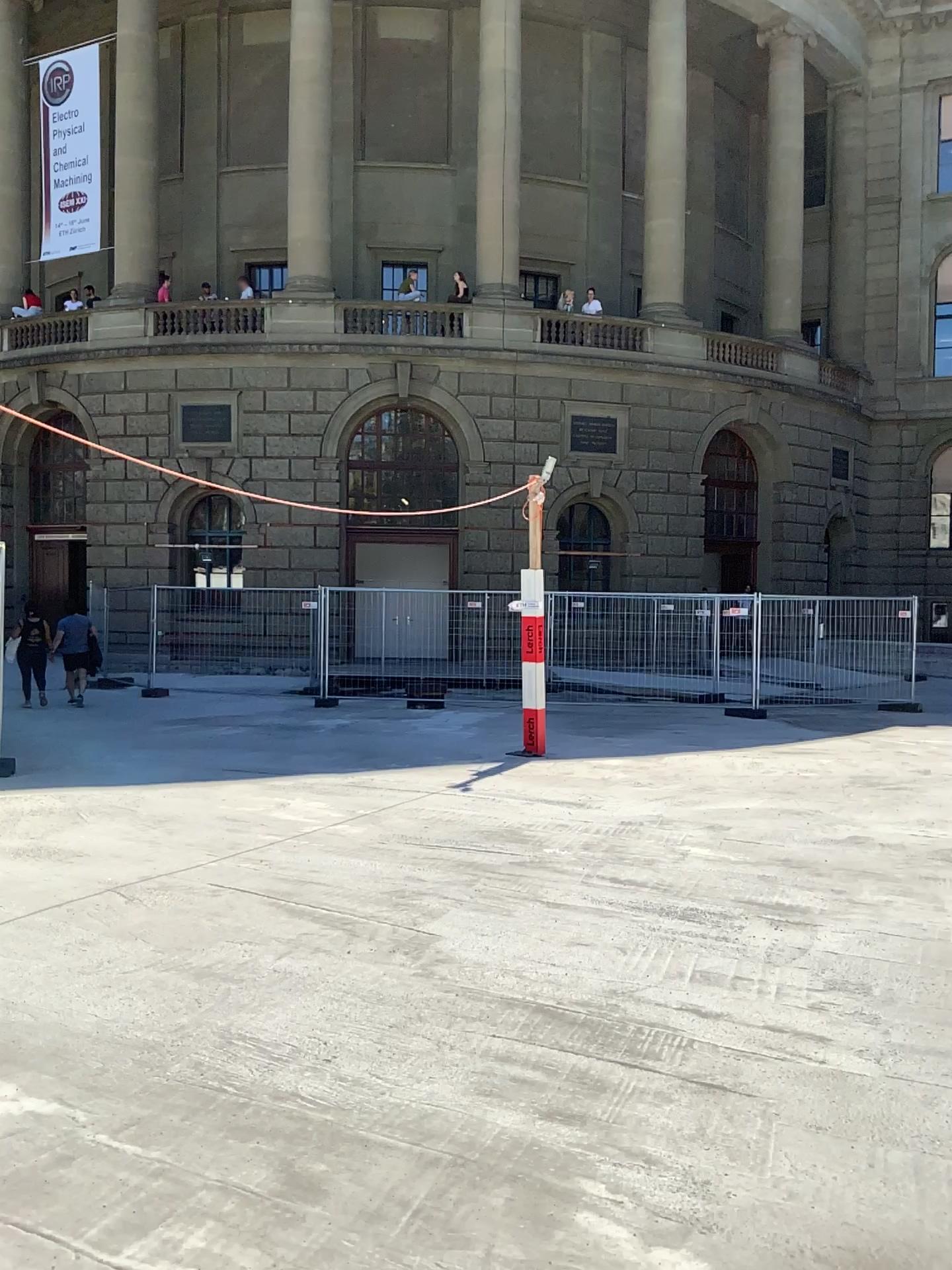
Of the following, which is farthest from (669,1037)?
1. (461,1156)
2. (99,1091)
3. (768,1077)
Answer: (99,1091)
